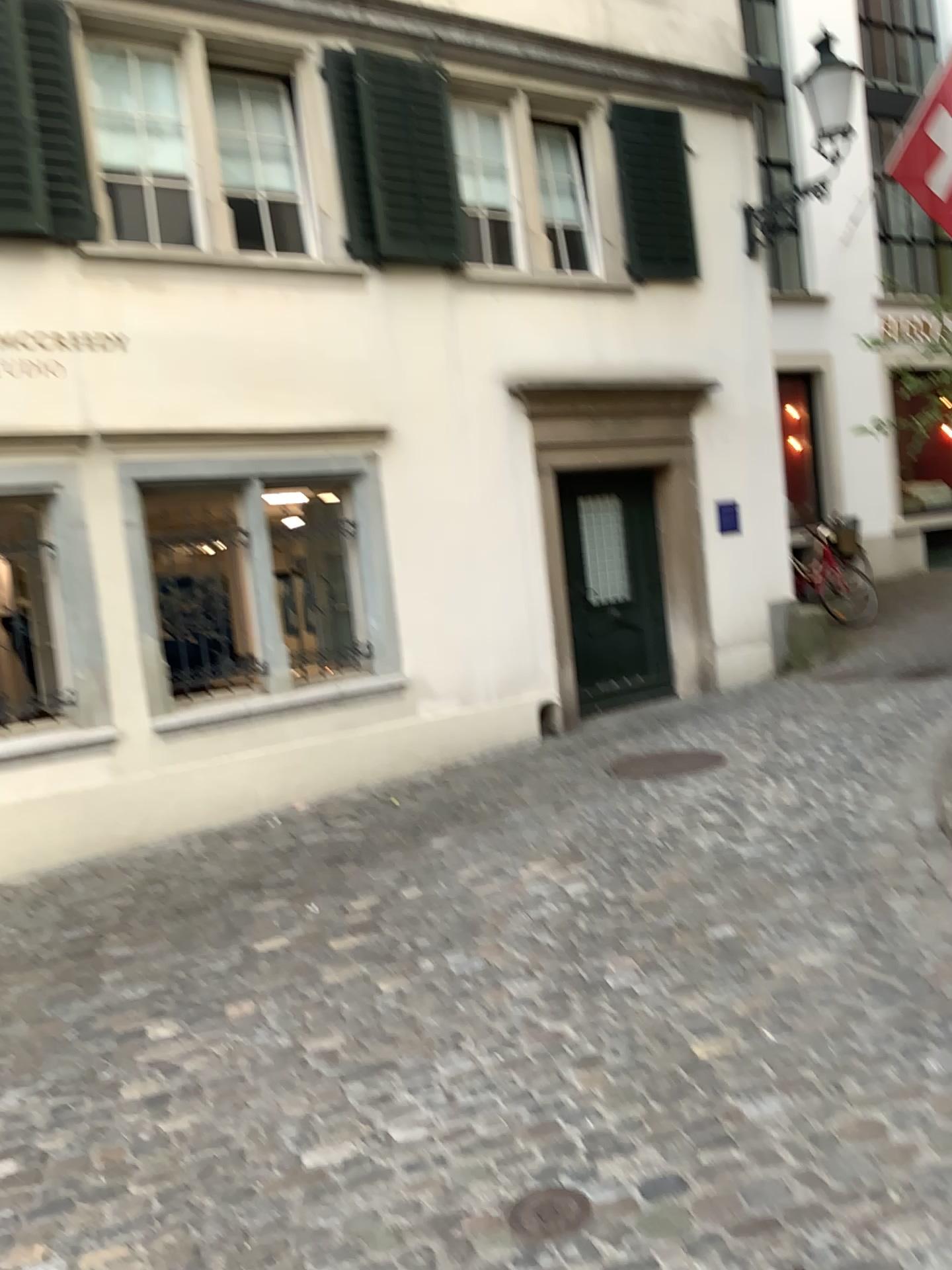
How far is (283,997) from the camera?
3.7 meters

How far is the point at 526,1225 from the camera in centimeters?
230cm

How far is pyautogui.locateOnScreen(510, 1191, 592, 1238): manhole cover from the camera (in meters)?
2.29
